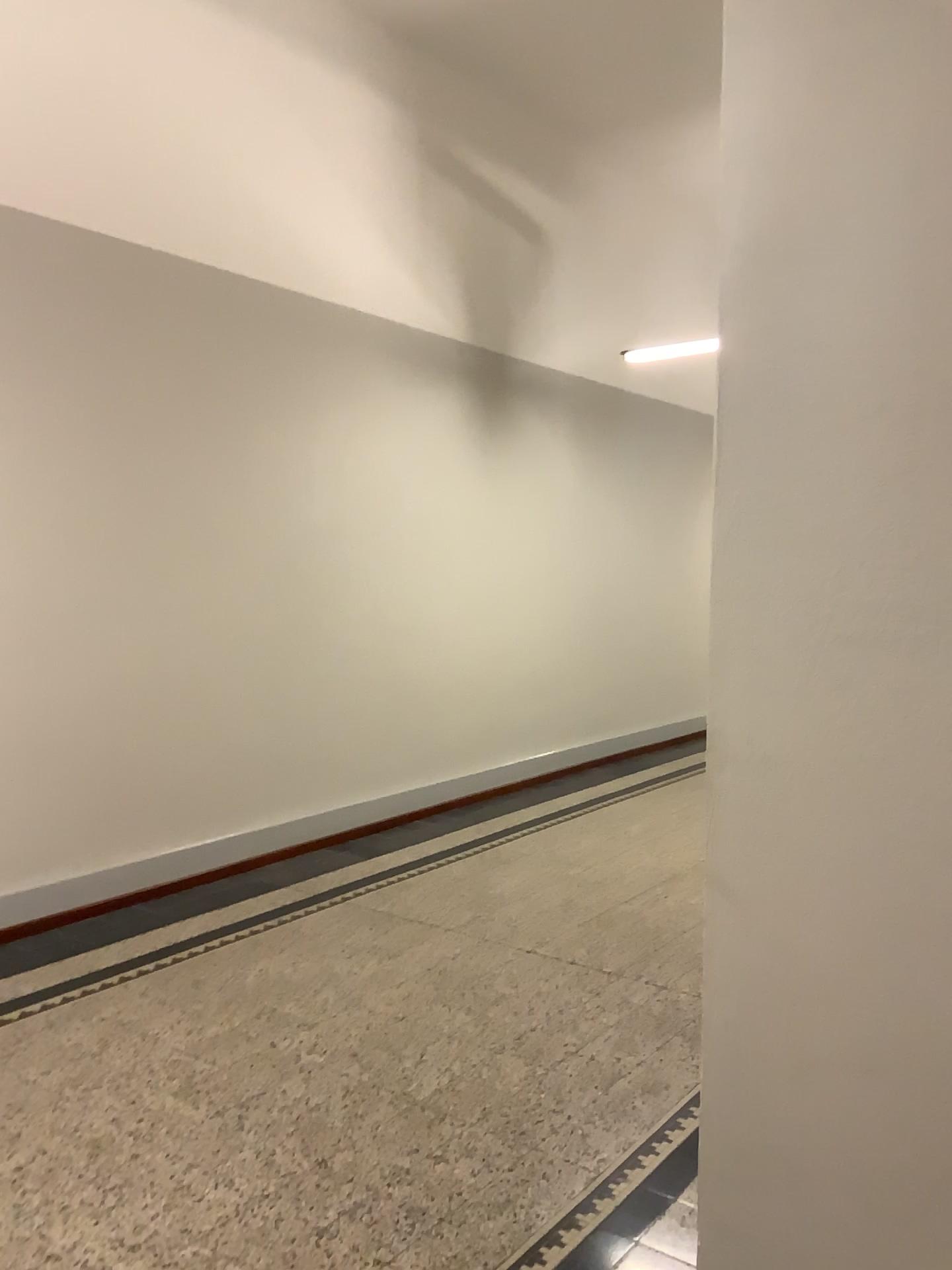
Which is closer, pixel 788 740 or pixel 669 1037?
pixel 788 740
